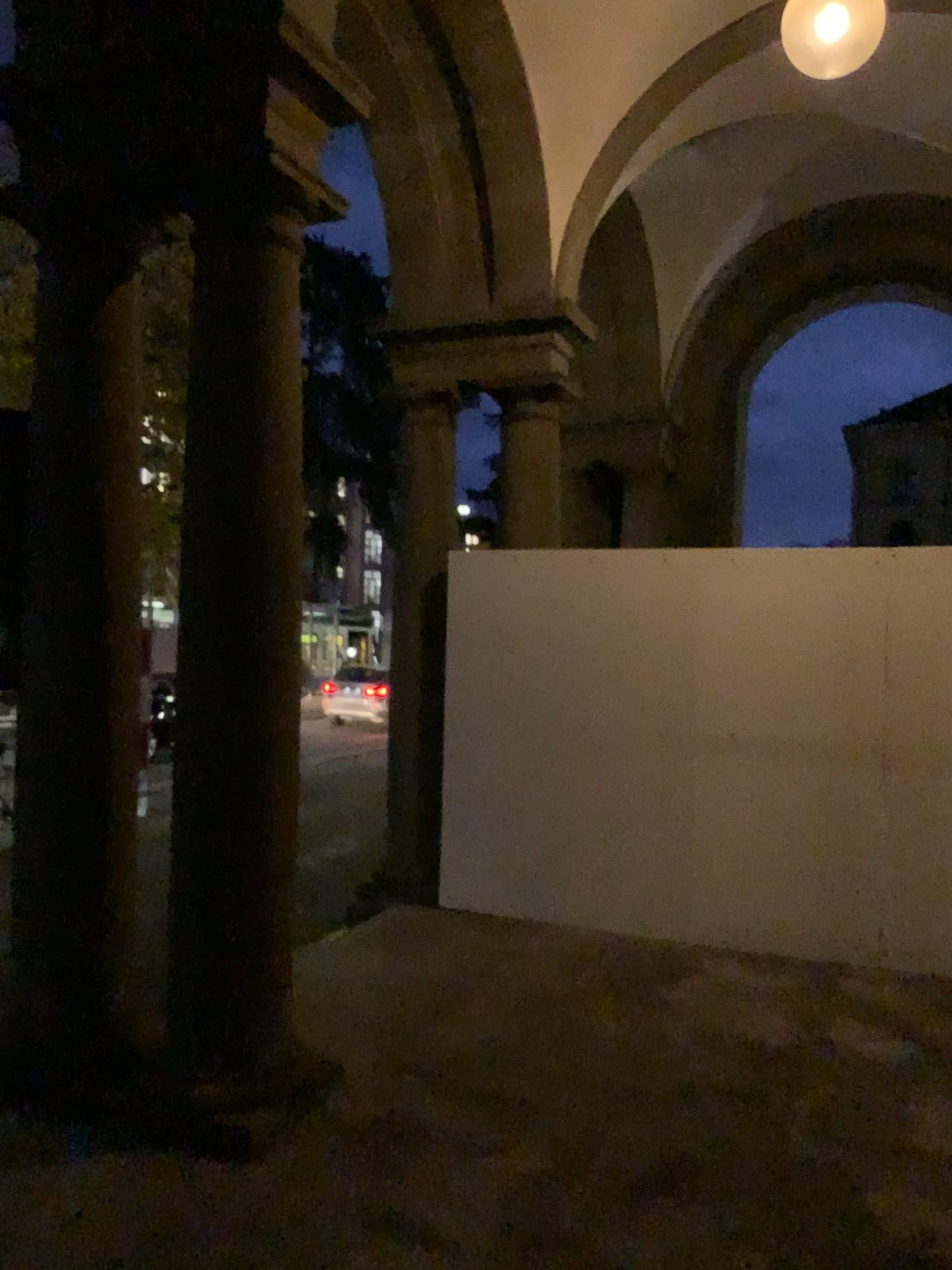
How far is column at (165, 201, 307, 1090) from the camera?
3.4 meters

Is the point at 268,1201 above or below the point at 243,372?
below

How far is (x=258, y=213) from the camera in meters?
3.4 m
